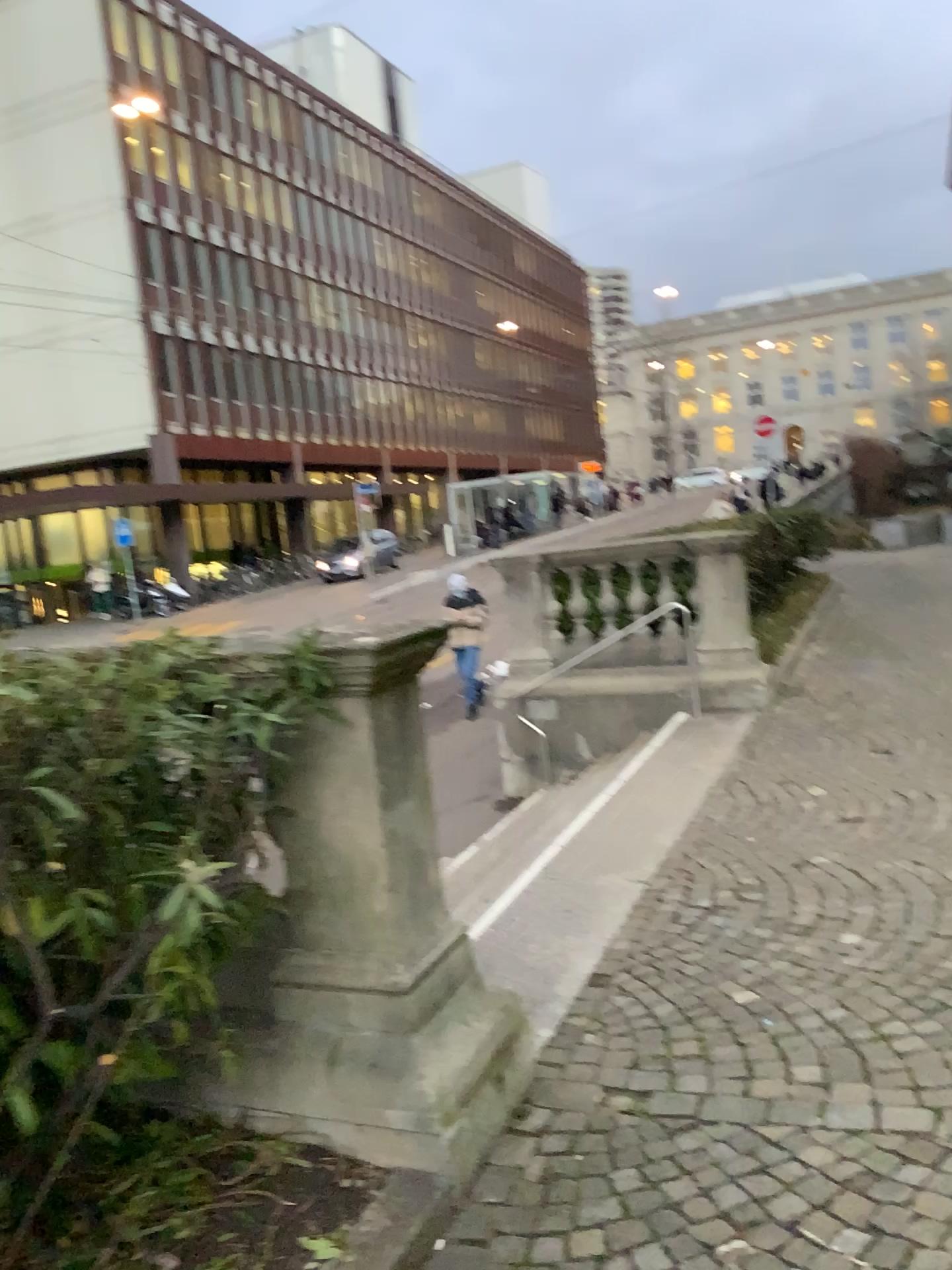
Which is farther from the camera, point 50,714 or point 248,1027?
point 248,1027

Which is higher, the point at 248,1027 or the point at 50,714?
the point at 50,714

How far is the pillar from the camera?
2.8 meters

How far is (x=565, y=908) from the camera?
4.48m

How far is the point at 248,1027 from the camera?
2.78m

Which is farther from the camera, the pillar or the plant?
the pillar
